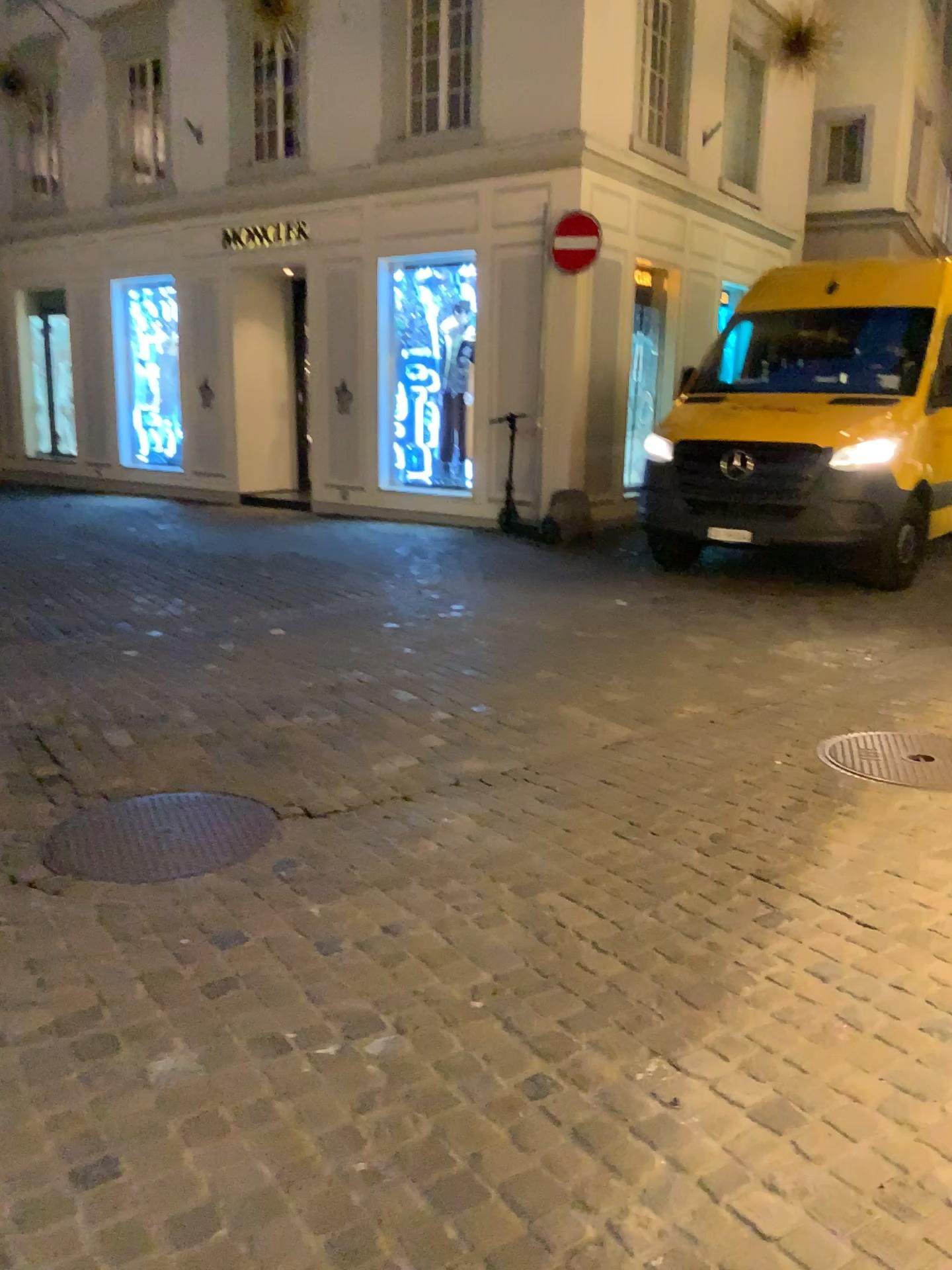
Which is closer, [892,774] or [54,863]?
[54,863]

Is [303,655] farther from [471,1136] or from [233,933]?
[471,1136]

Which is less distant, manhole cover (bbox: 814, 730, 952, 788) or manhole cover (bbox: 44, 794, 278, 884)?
manhole cover (bbox: 44, 794, 278, 884)
